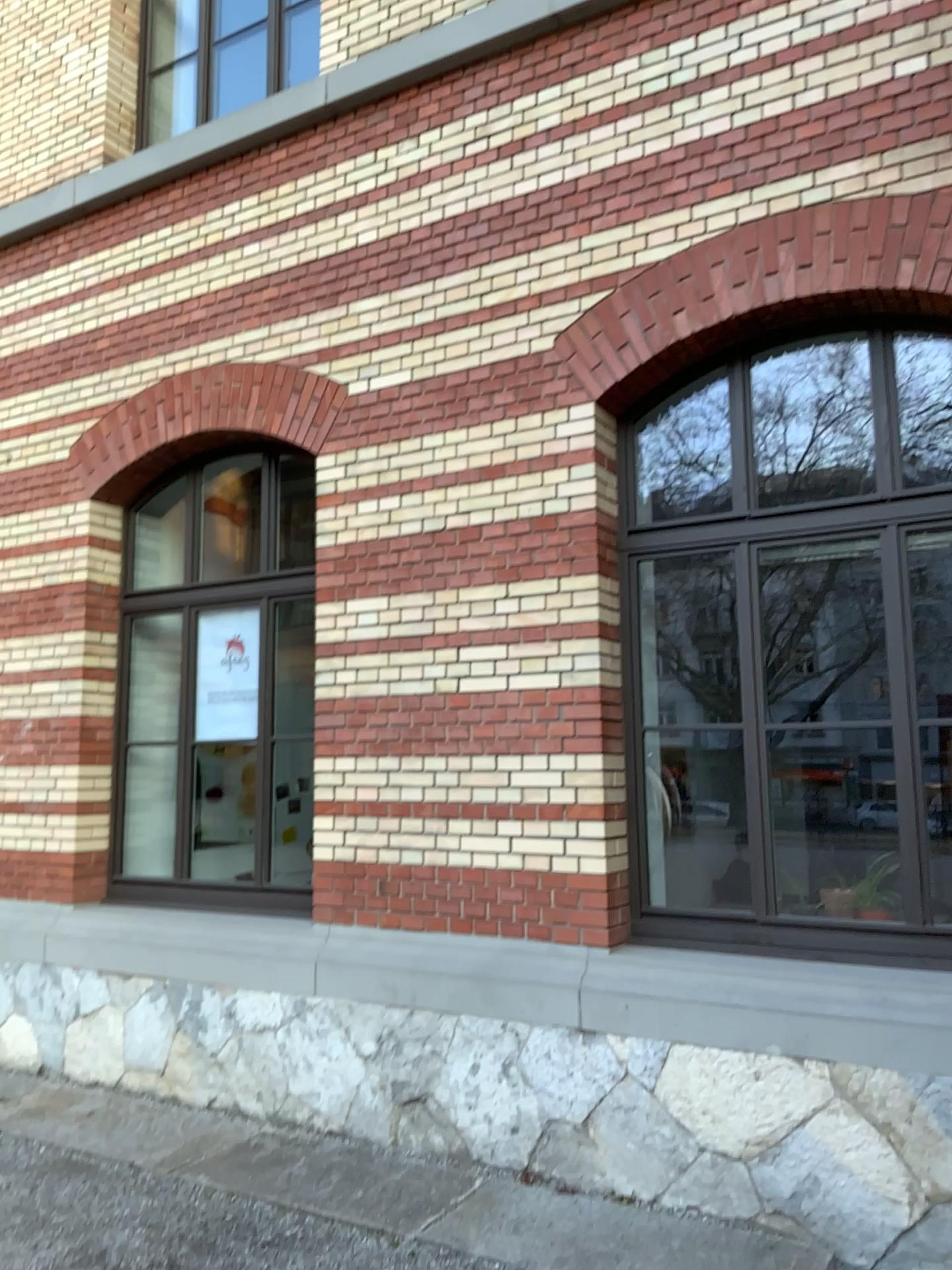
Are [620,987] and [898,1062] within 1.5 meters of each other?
yes
